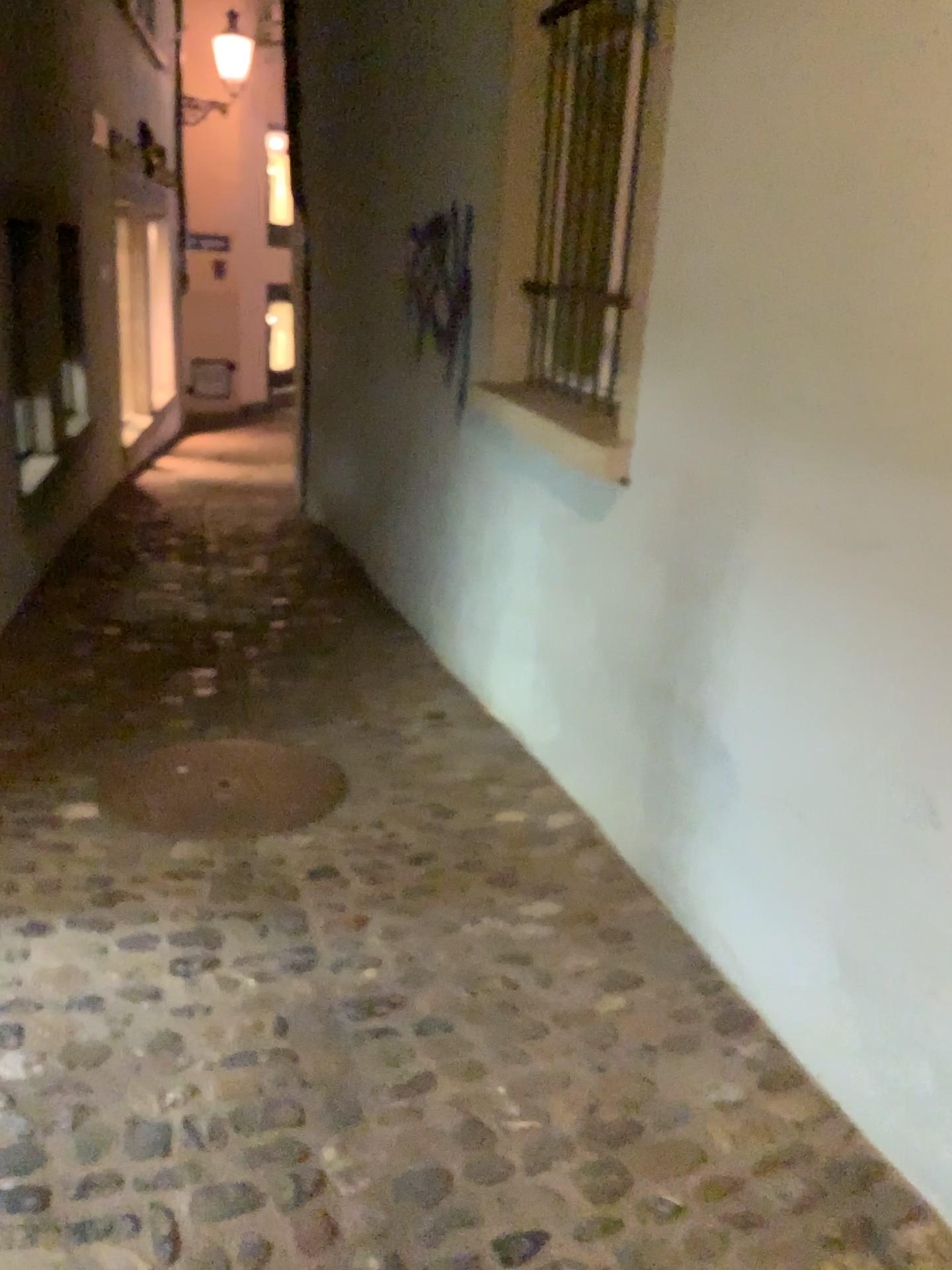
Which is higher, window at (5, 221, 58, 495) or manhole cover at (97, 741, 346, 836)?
window at (5, 221, 58, 495)

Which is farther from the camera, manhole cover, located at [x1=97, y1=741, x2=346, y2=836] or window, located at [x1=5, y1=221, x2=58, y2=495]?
window, located at [x1=5, y1=221, x2=58, y2=495]

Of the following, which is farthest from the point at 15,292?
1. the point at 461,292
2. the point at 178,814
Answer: the point at 178,814

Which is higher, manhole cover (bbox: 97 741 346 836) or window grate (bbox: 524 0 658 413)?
window grate (bbox: 524 0 658 413)

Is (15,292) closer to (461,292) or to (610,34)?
(461,292)

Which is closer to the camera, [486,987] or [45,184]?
[486,987]

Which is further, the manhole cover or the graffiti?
the graffiti

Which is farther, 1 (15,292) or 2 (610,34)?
1 (15,292)

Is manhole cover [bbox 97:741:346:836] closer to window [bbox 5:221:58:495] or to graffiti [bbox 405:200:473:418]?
graffiti [bbox 405:200:473:418]

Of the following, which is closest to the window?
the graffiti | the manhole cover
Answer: the graffiti
